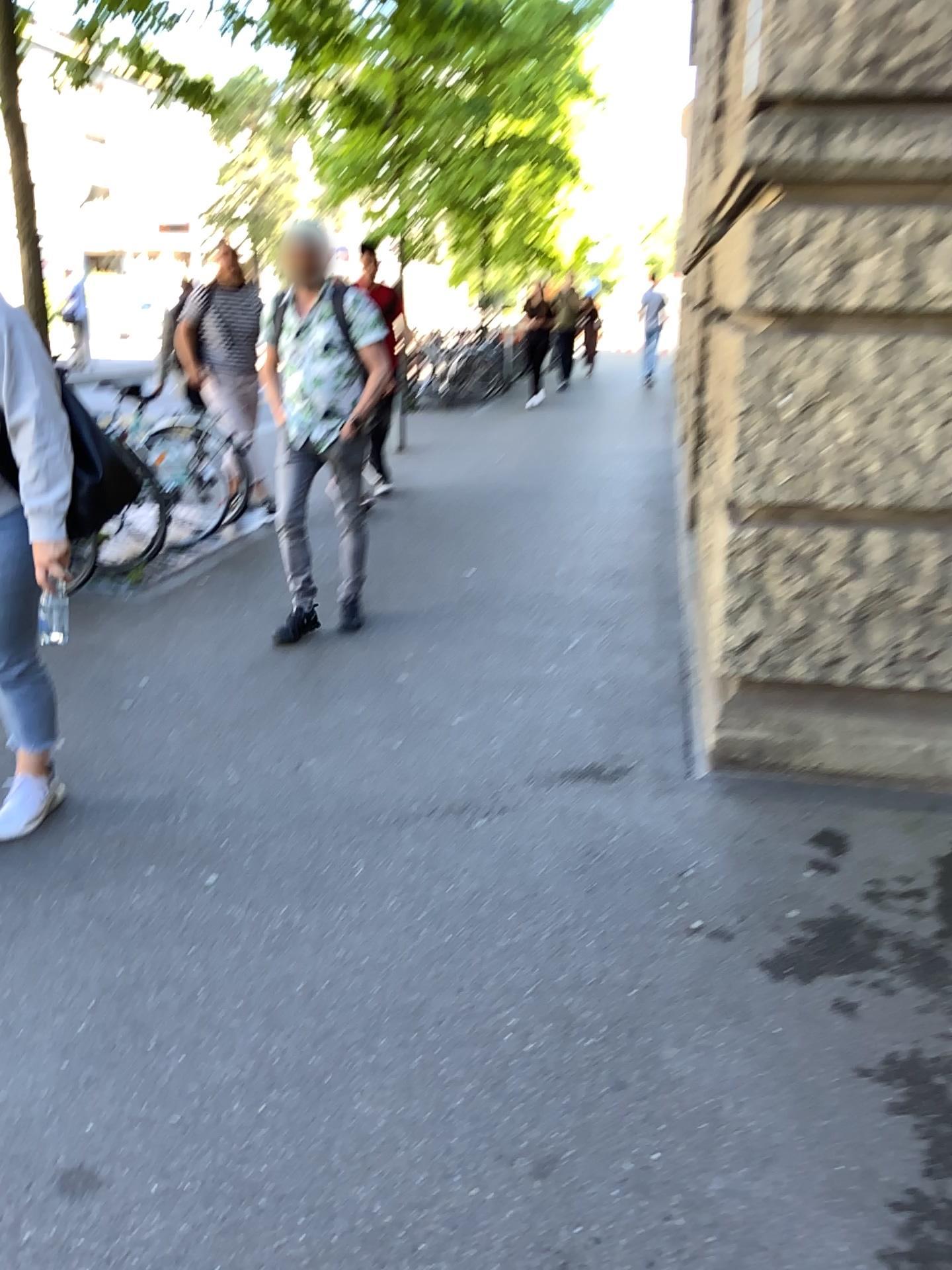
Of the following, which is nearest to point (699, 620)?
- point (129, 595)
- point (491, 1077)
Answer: point (491, 1077)

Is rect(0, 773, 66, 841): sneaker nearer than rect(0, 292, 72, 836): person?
No

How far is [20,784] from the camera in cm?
263

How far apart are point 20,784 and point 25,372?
1.0 meters

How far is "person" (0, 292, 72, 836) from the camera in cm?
231

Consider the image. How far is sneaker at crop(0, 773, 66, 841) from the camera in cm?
263

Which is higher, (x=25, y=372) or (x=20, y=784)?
(x=25, y=372)
